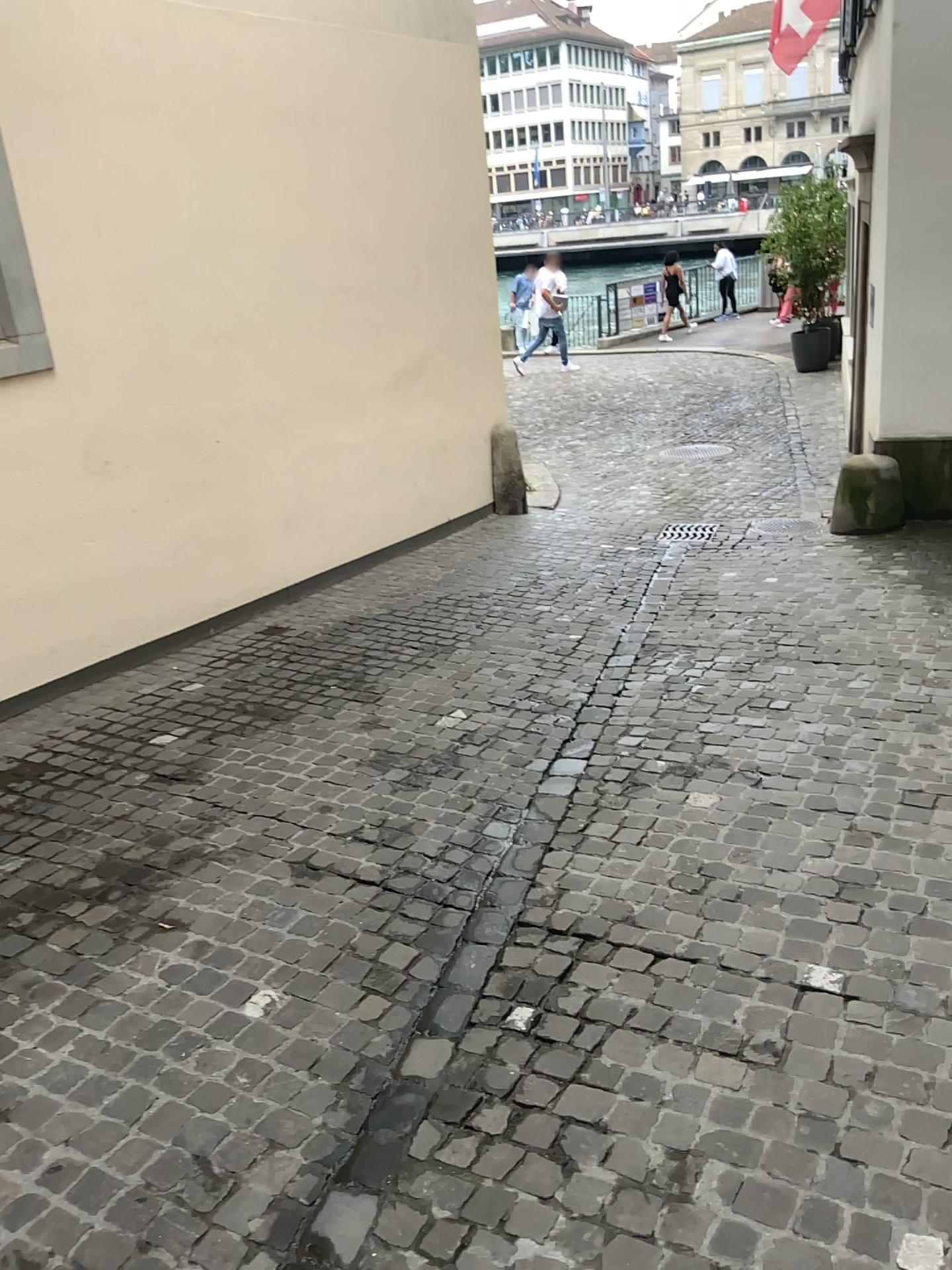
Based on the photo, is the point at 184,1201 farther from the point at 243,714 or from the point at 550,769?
the point at 243,714
